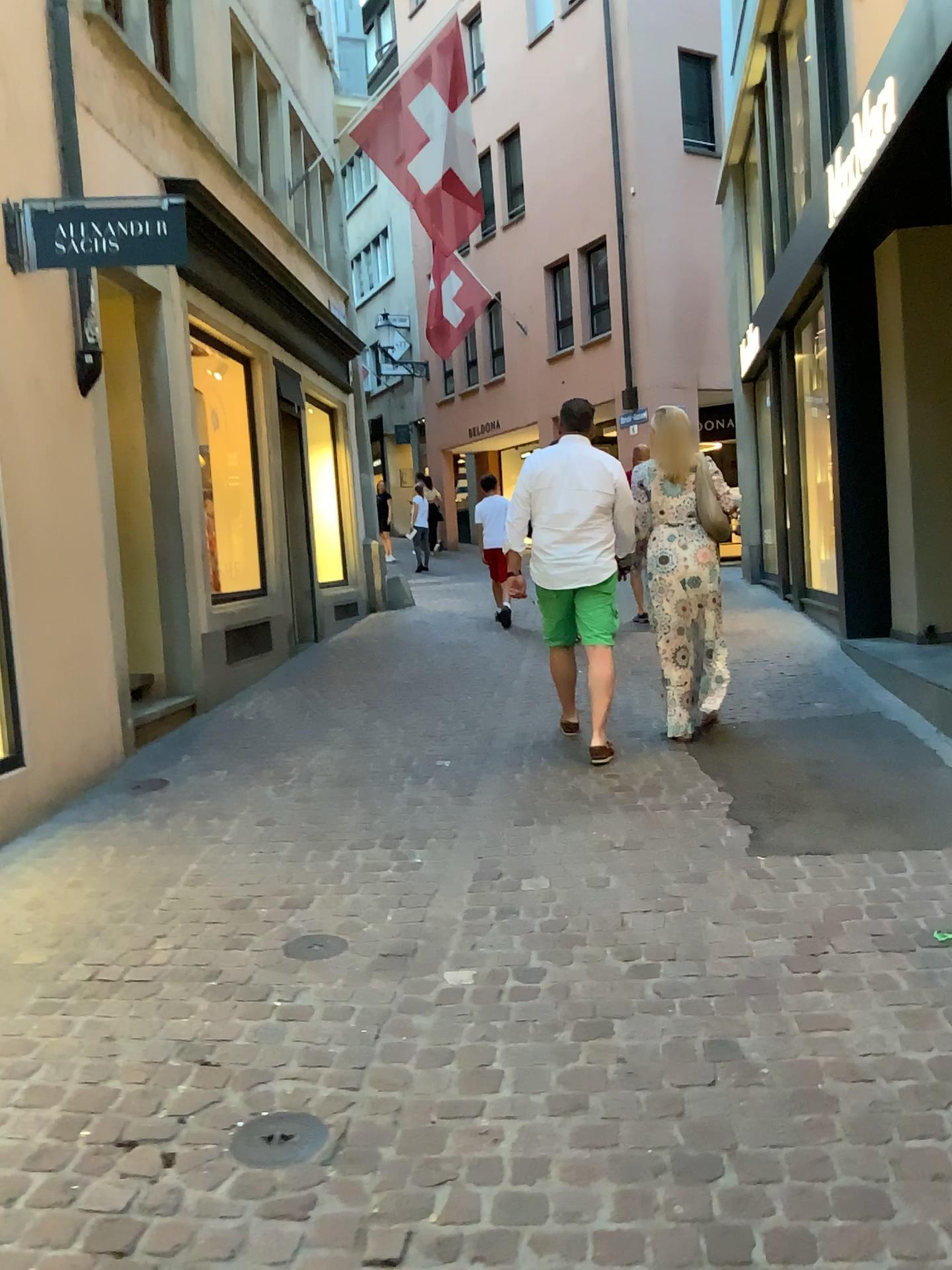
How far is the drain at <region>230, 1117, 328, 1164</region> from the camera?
2.19m

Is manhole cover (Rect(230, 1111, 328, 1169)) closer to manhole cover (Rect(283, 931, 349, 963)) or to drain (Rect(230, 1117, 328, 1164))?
drain (Rect(230, 1117, 328, 1164))

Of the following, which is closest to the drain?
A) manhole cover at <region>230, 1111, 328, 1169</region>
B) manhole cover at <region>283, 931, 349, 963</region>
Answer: manhole cover at <region>230, 1111, 328, 1169</region>

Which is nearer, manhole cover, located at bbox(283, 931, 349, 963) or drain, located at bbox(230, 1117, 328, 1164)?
drain, located at bbox(230, 1117, 328, 1164)

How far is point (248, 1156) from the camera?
2.2 meters

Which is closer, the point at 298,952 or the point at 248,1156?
the point at 248,1156

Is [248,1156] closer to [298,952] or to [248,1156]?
[248,1156]

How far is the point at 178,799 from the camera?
5.0 meters

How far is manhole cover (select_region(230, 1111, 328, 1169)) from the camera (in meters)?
2.19
